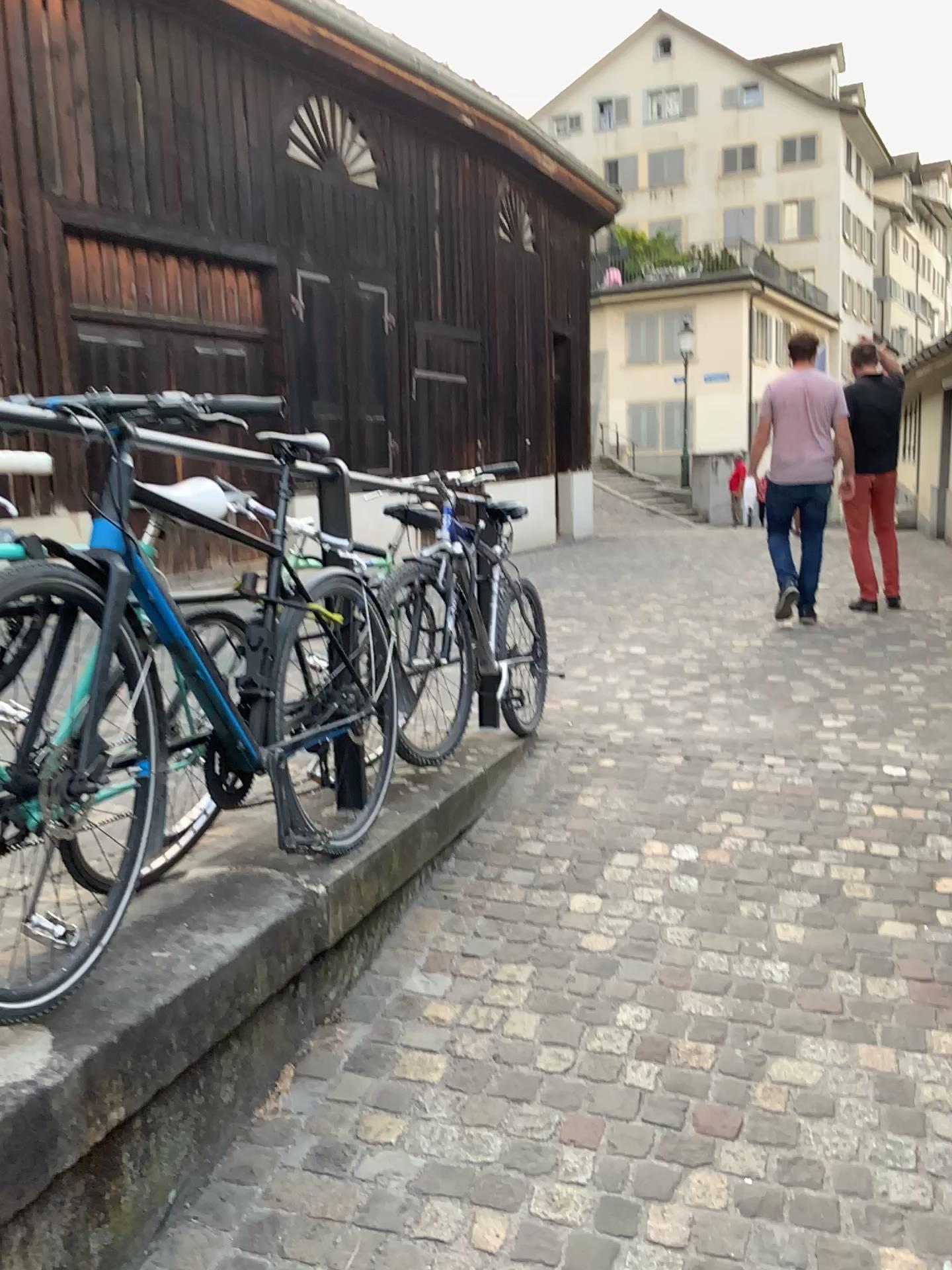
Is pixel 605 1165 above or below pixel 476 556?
below
